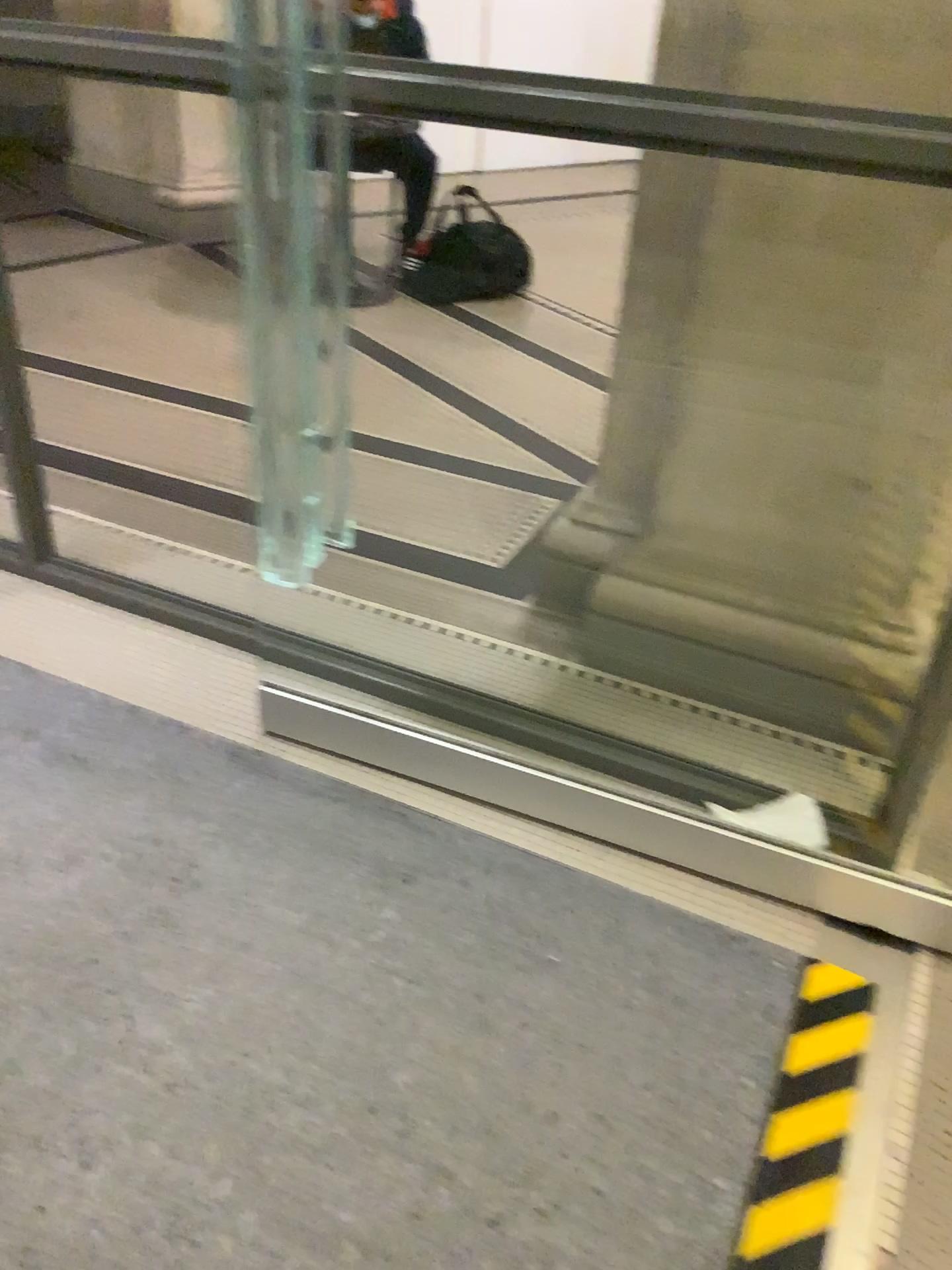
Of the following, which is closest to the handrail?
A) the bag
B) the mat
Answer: the mat

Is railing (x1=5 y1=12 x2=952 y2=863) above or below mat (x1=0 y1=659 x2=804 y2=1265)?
above

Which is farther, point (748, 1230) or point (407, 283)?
point (407, 283)

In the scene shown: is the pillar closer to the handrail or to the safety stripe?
the handrail

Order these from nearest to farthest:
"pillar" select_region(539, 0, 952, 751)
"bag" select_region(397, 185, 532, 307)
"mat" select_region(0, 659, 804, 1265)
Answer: "mat" select_region(0, 659, 804, 1265) → "pillar" select_region(539, 0, 952, 751) → "bag" select_region(397, 185, 532, 307)

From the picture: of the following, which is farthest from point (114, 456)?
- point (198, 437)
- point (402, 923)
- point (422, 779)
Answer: point (402, 923)

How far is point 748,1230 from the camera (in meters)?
1.30

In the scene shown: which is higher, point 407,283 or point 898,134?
point 898,134

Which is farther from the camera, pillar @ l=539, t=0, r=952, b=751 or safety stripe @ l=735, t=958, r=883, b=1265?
pillar @ l=539, t=0, r=952, b=751

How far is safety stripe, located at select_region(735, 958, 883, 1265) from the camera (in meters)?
1.30
